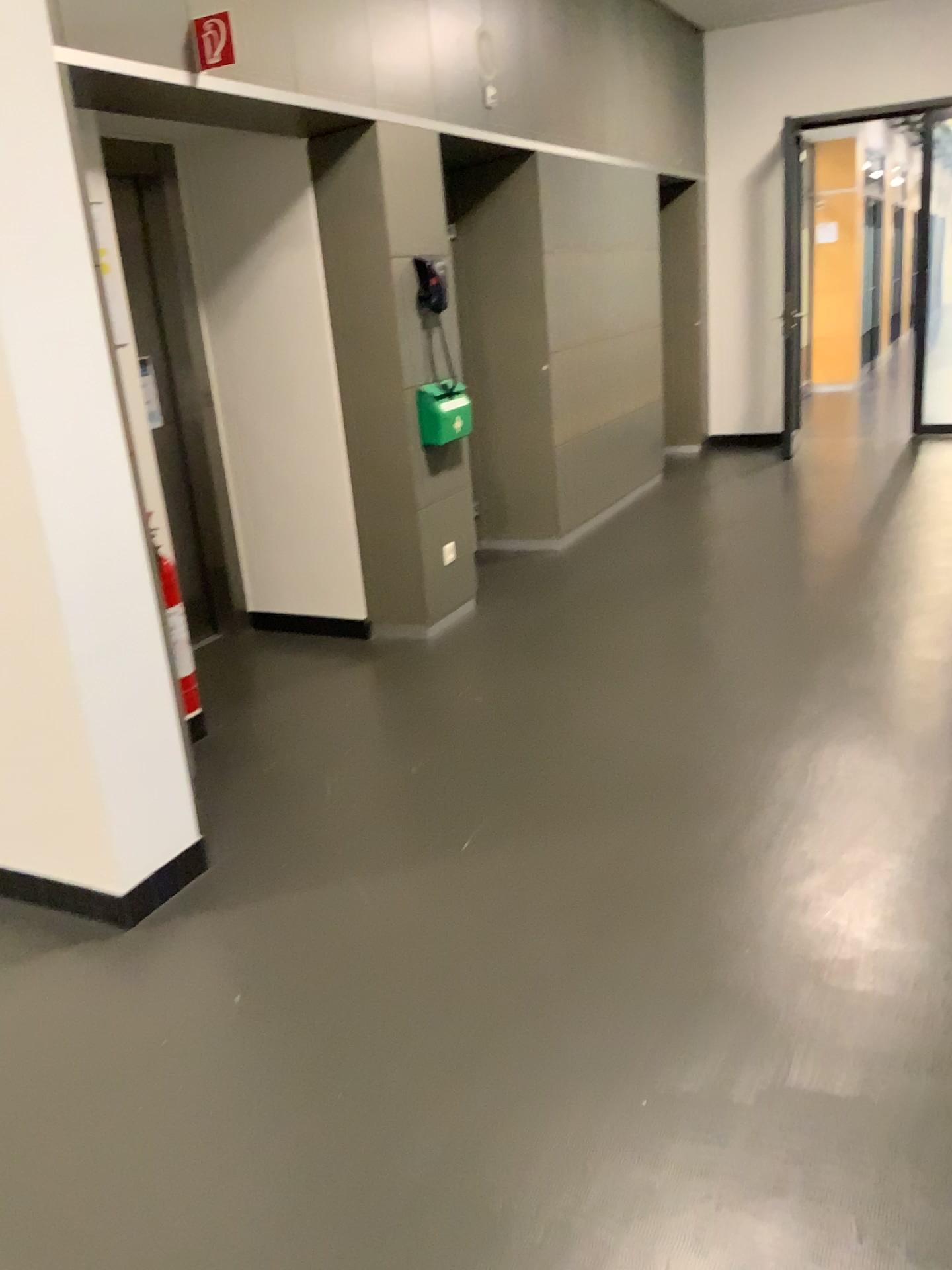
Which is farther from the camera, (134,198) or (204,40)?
(134,198)

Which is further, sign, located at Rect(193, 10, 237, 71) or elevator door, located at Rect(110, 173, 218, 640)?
elevator door, located at Rect(110, 173, 218, 640)

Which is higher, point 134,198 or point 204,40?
point 204,40

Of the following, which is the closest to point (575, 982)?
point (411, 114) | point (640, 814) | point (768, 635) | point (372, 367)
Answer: point (640, 814)
